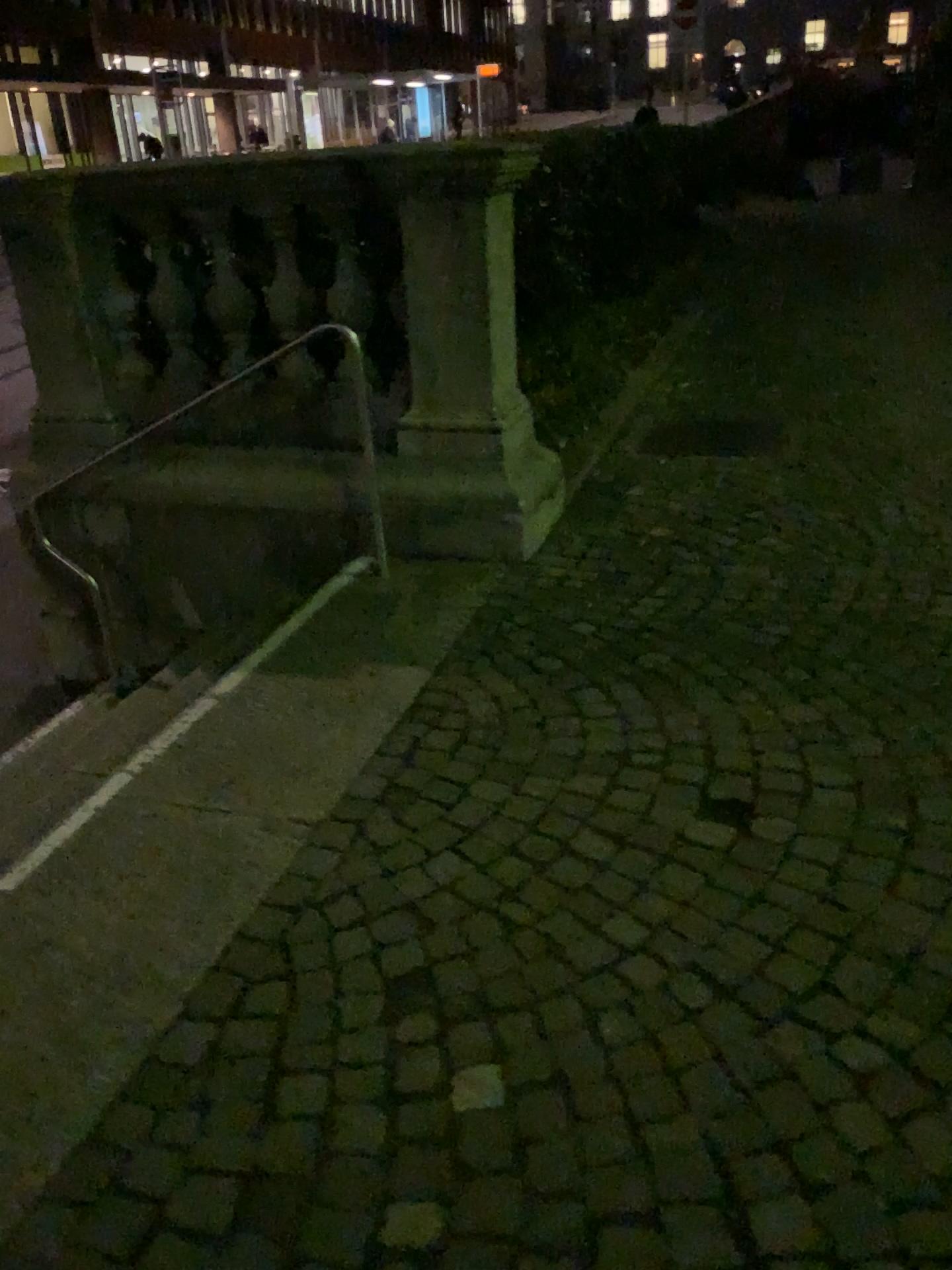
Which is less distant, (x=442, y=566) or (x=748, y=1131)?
(x=748, y=1131)
